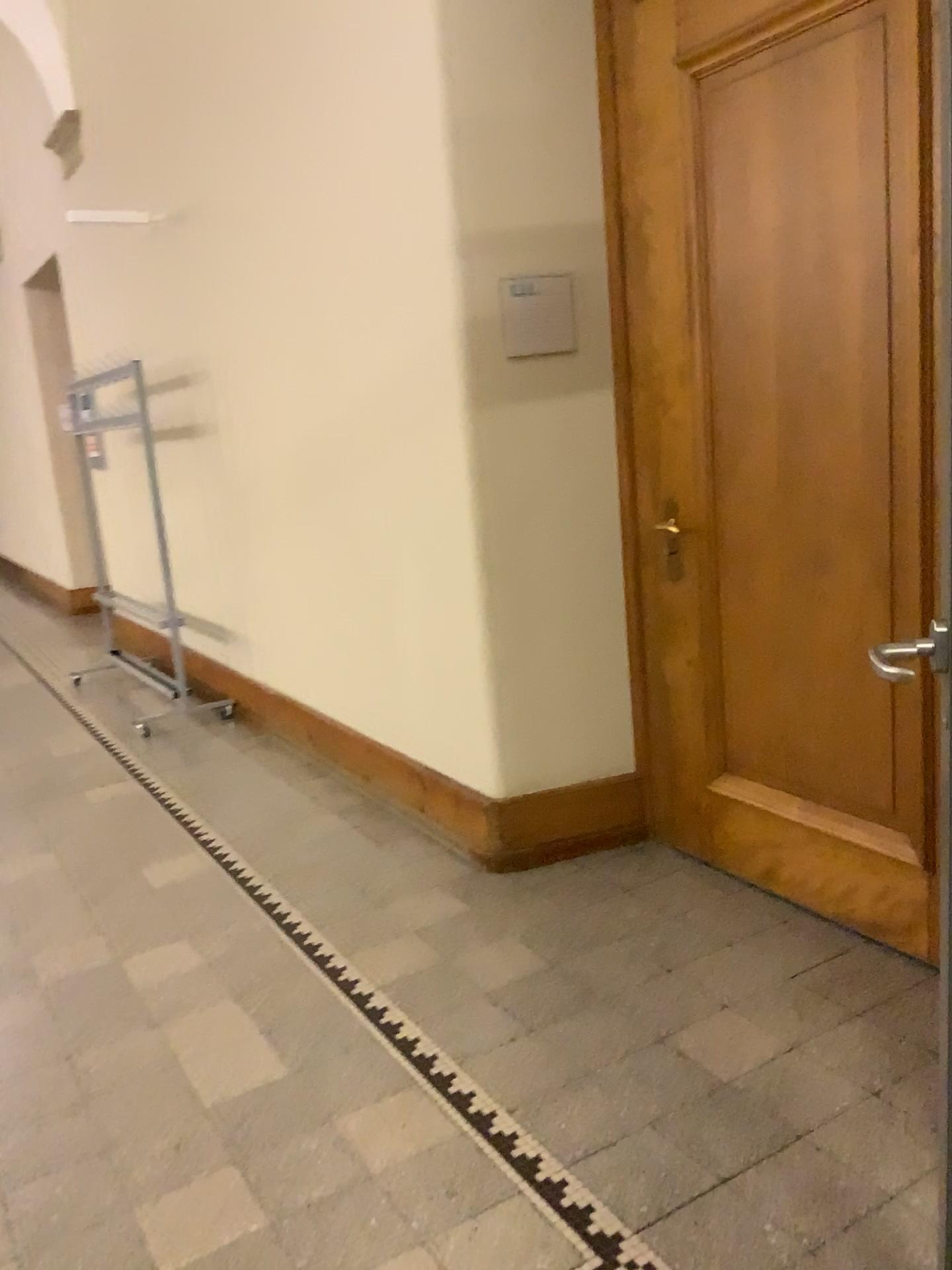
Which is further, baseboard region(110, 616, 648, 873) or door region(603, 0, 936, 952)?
baseboard region(110, 616, 648, 873)

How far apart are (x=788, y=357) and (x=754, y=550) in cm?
50

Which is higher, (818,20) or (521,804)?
(818,20)

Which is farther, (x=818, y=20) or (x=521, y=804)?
(x=521, y=804)
